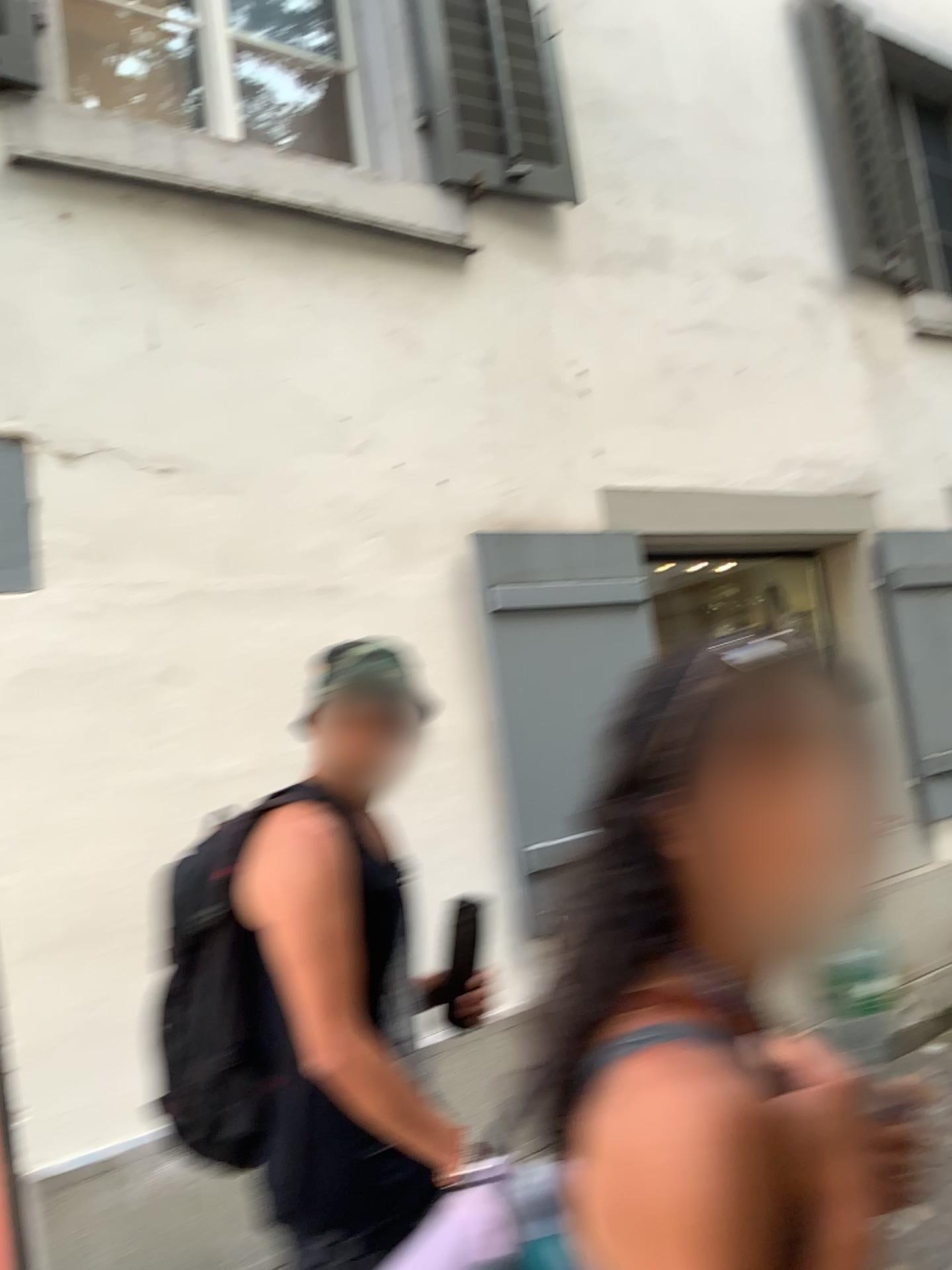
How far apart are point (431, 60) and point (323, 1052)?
3.1m

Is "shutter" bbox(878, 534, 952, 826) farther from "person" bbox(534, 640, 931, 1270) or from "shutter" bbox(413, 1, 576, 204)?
"person" bbox(534, 640, 931, 1270)

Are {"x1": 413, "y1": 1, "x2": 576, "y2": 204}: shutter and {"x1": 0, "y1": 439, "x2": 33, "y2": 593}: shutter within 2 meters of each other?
yes

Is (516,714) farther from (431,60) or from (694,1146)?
(694,1146)

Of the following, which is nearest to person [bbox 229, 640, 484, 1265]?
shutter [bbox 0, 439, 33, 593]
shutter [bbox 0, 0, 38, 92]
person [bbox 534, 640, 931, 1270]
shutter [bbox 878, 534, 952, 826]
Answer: person [bbox 534, 640, 931, 1270]

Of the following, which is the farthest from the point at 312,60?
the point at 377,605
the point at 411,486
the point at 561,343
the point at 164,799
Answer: the point at 164,799

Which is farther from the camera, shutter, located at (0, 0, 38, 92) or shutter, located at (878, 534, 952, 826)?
shutter, located at (878, 534, 952, 826)

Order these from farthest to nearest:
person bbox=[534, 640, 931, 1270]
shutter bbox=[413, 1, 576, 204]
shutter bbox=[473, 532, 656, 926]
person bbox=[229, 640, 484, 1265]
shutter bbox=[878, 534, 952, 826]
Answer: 1. shutter bbox=[878, 534, 952, 826]
2. shutter bbox=[413, 1, 576, 204]
3. shutter bbox=[473, 532, 656, 926]
4. person bbox=[229, 640, 484, 1265]
5. person bbox=[534, 640, 931, 1270]

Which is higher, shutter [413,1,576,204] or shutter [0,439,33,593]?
shutter [413,1,576,204]

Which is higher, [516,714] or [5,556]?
[5,556]
